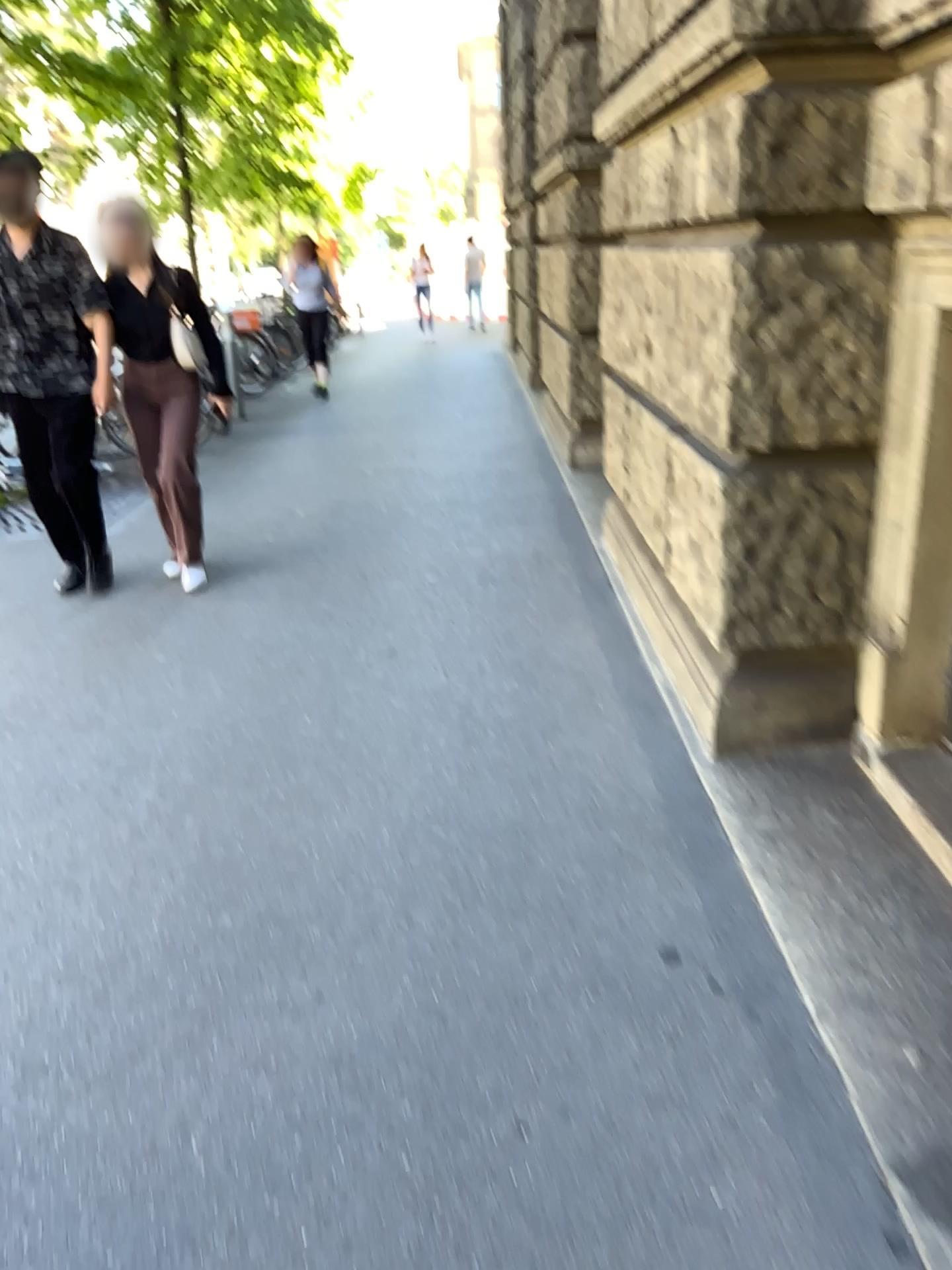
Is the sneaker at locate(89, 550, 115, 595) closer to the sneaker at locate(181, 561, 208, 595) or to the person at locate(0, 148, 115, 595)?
the person at locate(0, 148, 115, 595)

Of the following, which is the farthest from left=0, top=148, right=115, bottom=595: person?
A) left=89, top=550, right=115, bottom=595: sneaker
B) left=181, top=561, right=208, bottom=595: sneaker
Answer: left=181, top=561, right=208, bottom=595: sneaker

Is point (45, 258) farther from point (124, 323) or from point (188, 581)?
point (188, 581)

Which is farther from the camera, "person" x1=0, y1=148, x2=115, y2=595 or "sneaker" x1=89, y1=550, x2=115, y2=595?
"sneaker" x1=89, y1=550, x2=115, y2=595

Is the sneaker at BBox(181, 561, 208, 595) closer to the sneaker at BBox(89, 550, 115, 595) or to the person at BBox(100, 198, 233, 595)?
the person at BBox(100, 198, 233, 595)

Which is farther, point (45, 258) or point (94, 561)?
point (94, 561)

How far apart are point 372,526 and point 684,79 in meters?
3.1

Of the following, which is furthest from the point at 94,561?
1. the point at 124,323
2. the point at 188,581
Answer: the point at 124,323

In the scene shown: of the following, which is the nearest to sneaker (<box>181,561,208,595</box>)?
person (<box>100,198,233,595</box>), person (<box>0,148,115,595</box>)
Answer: person (<box>100,198,233,595</box>)

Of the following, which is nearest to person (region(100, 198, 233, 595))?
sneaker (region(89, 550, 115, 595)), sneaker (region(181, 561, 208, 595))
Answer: sneaker (region(181, 561, 208, 595))
